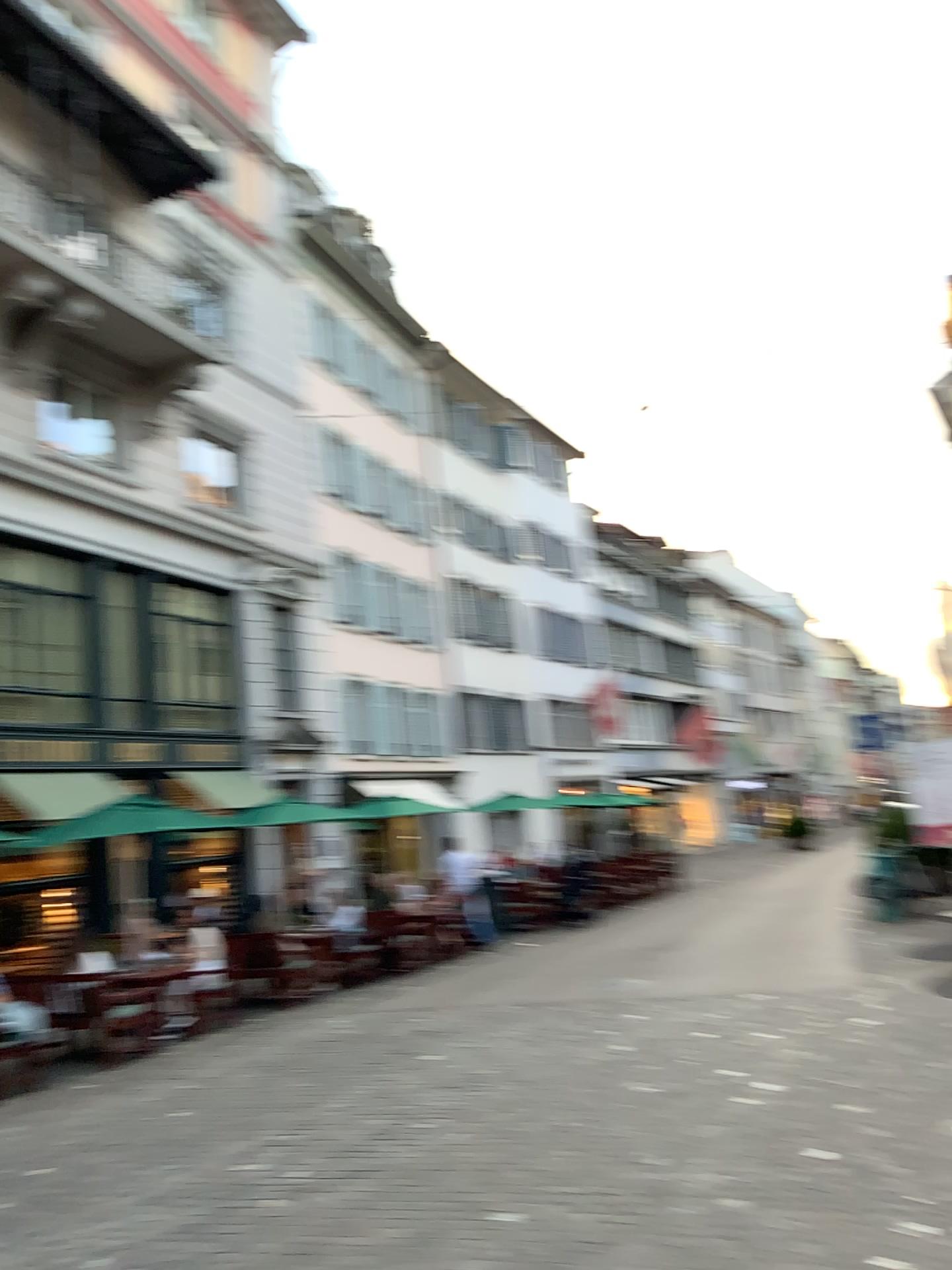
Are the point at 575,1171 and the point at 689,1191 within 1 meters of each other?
yes
